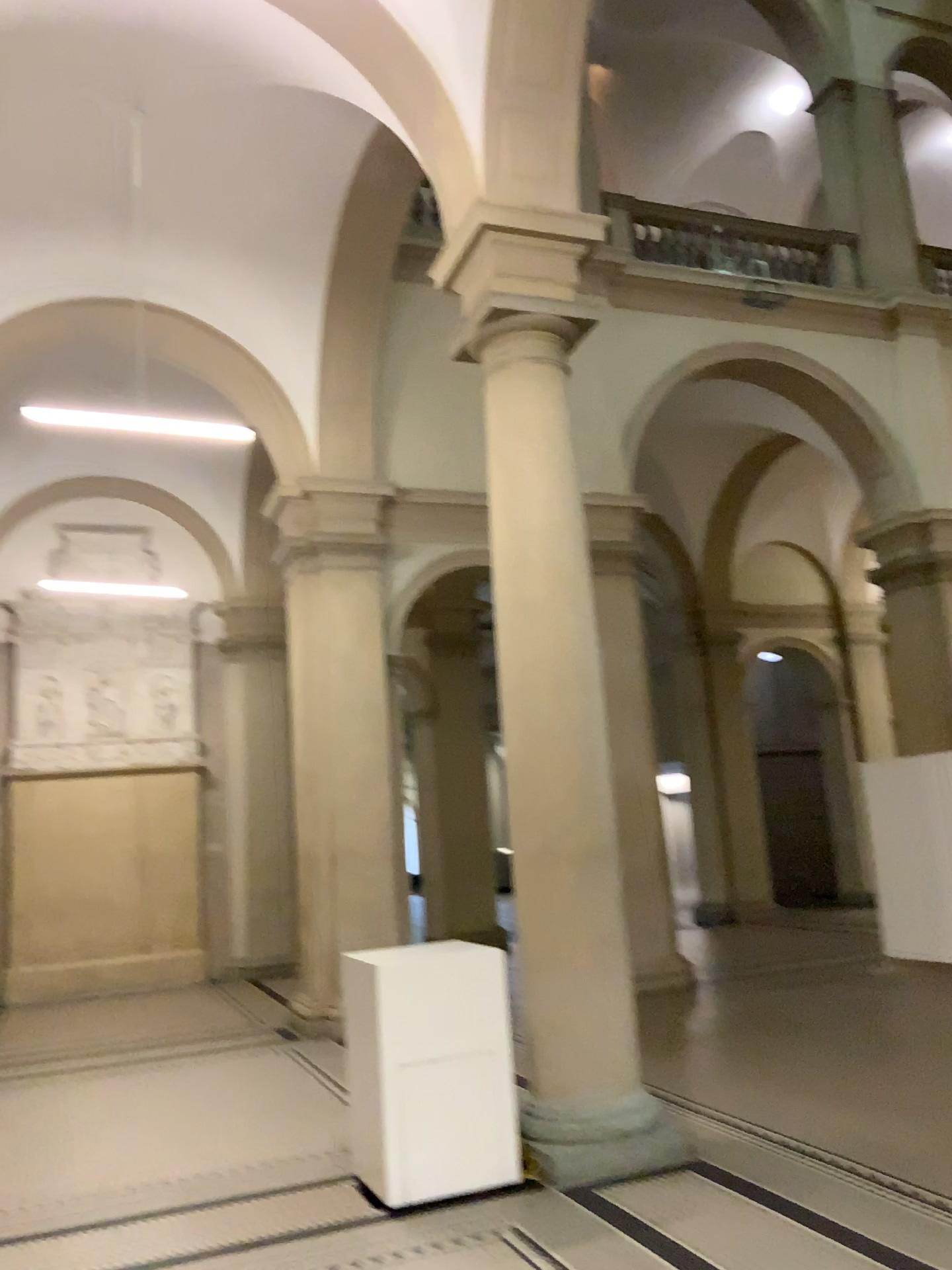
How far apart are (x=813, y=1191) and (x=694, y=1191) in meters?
0.5
